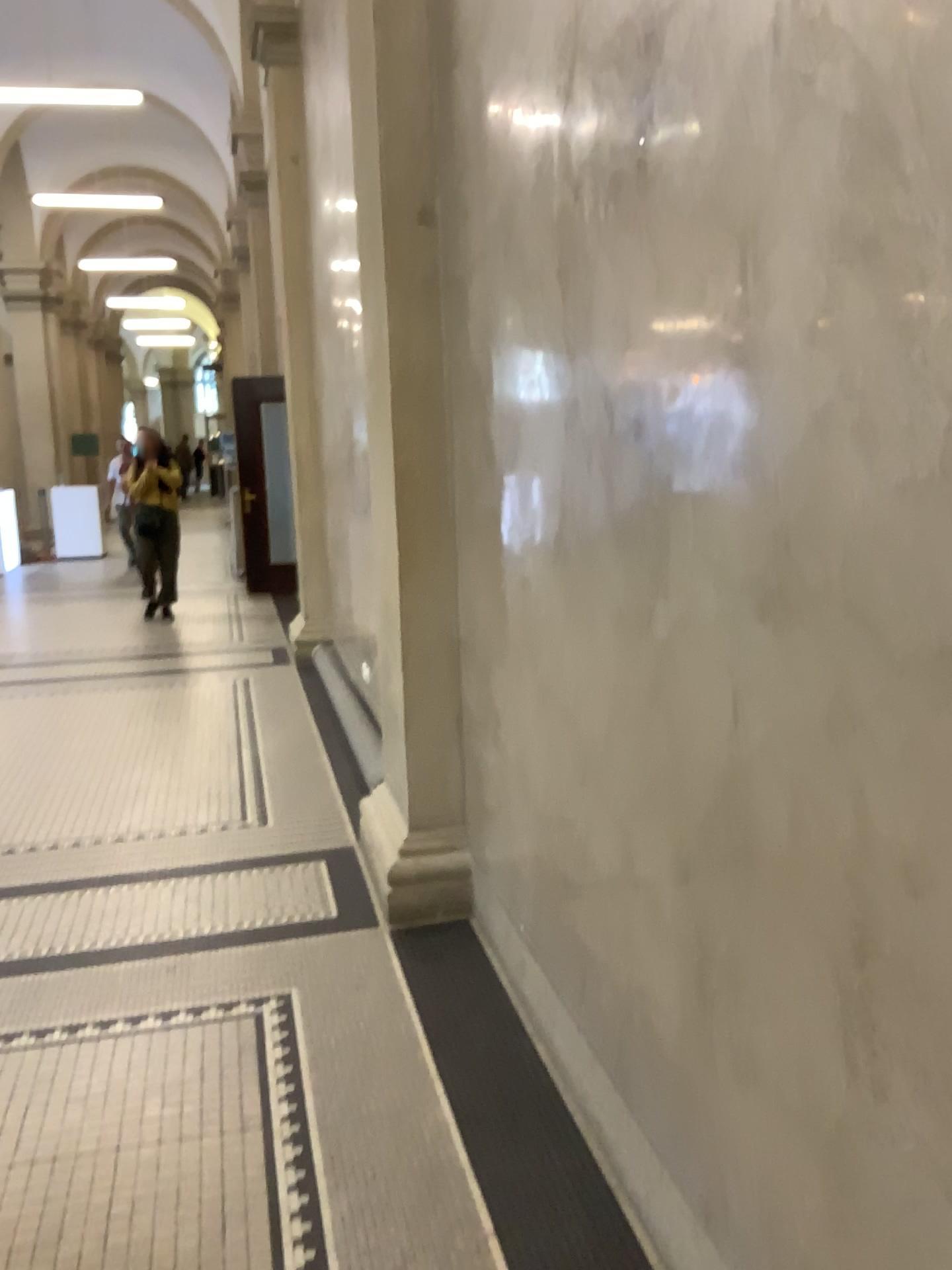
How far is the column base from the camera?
3.35m

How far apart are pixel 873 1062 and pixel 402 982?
1.97m

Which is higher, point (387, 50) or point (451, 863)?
point (387, 50)

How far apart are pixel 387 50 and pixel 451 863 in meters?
2.5

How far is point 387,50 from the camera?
3.20m

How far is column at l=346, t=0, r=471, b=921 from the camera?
3.2 meters
